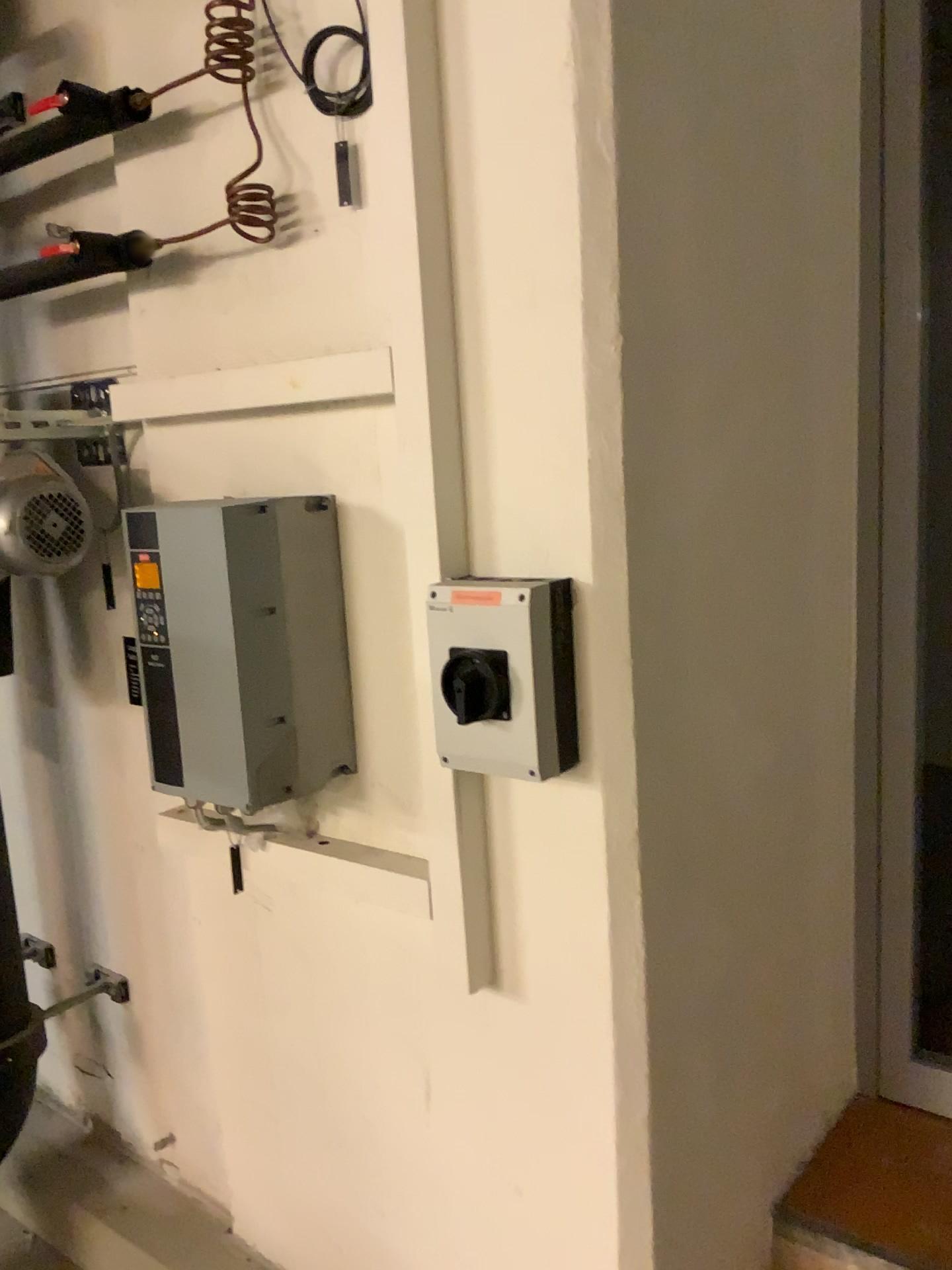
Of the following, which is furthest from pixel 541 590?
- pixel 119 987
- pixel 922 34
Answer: pixel 119 987

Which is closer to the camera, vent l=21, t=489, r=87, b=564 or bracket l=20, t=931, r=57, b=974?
vent l=21, t=489, r=87, b=564

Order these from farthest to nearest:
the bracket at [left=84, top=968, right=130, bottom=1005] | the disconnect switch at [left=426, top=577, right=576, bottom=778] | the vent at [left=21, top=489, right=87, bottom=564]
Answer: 1. the bracket at [left=84, top=968, right=130, bottom=1005]
2. the vent at [left=21, top=489, right=87, bottom=564]
3. the disconnect switch at [left=426, top=577, right=576, bottom=778]

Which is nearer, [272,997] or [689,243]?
[689,243]

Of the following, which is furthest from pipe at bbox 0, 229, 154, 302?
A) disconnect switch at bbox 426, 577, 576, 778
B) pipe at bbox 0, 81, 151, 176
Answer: disconnect switch at bbox 426, 577, 576, 778

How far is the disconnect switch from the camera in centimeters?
124cm

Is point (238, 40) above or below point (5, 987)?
above

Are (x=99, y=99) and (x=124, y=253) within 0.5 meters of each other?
yes

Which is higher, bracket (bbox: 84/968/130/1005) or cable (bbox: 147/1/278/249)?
cable (bbox: 147/1/278/249)

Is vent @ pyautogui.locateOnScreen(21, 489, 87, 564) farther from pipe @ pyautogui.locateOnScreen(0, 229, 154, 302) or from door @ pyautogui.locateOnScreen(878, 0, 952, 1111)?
door @ pyautogui.locateOnScreen(878, 0, 952, 1111)
